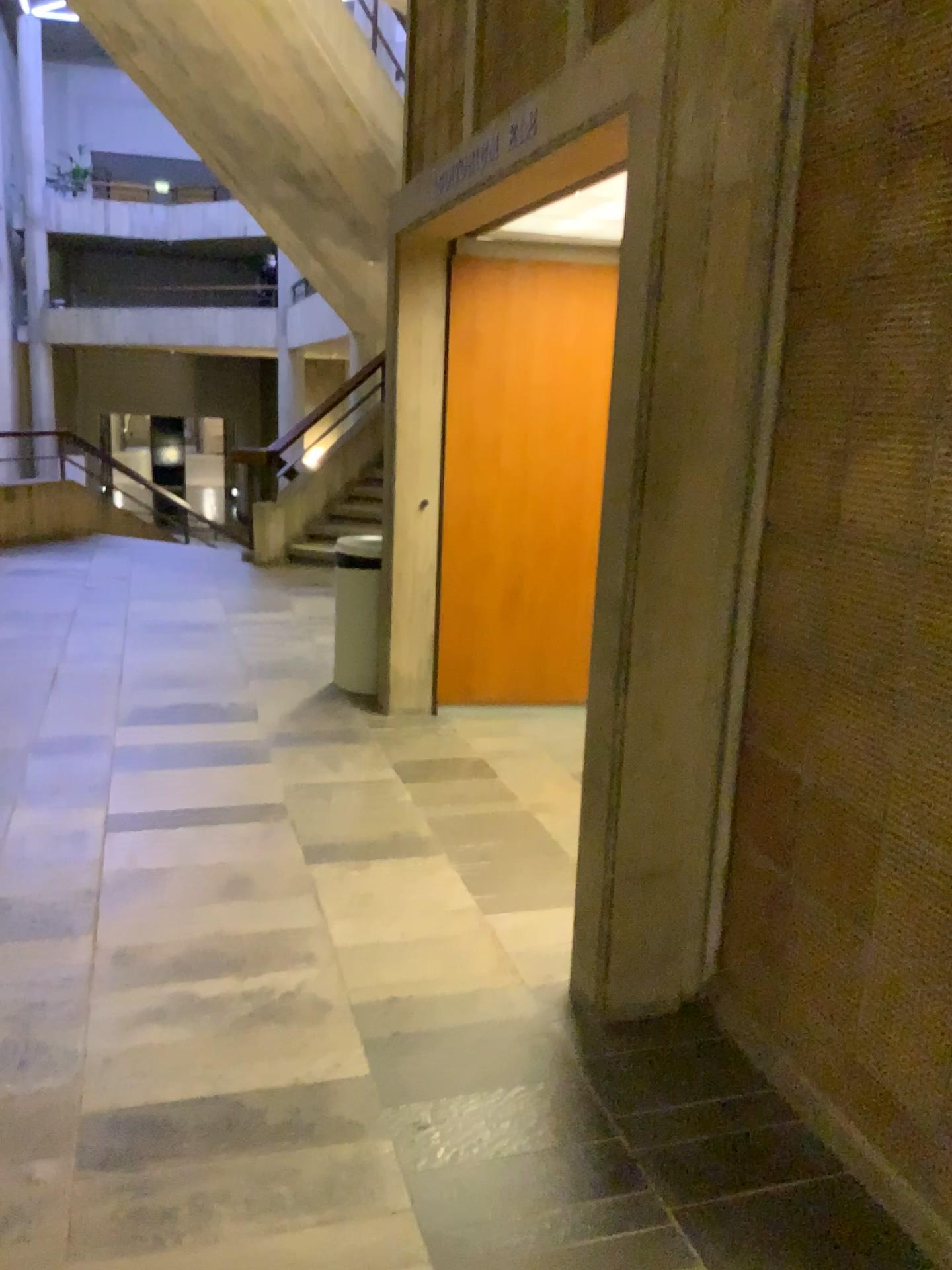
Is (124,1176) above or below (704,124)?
below
